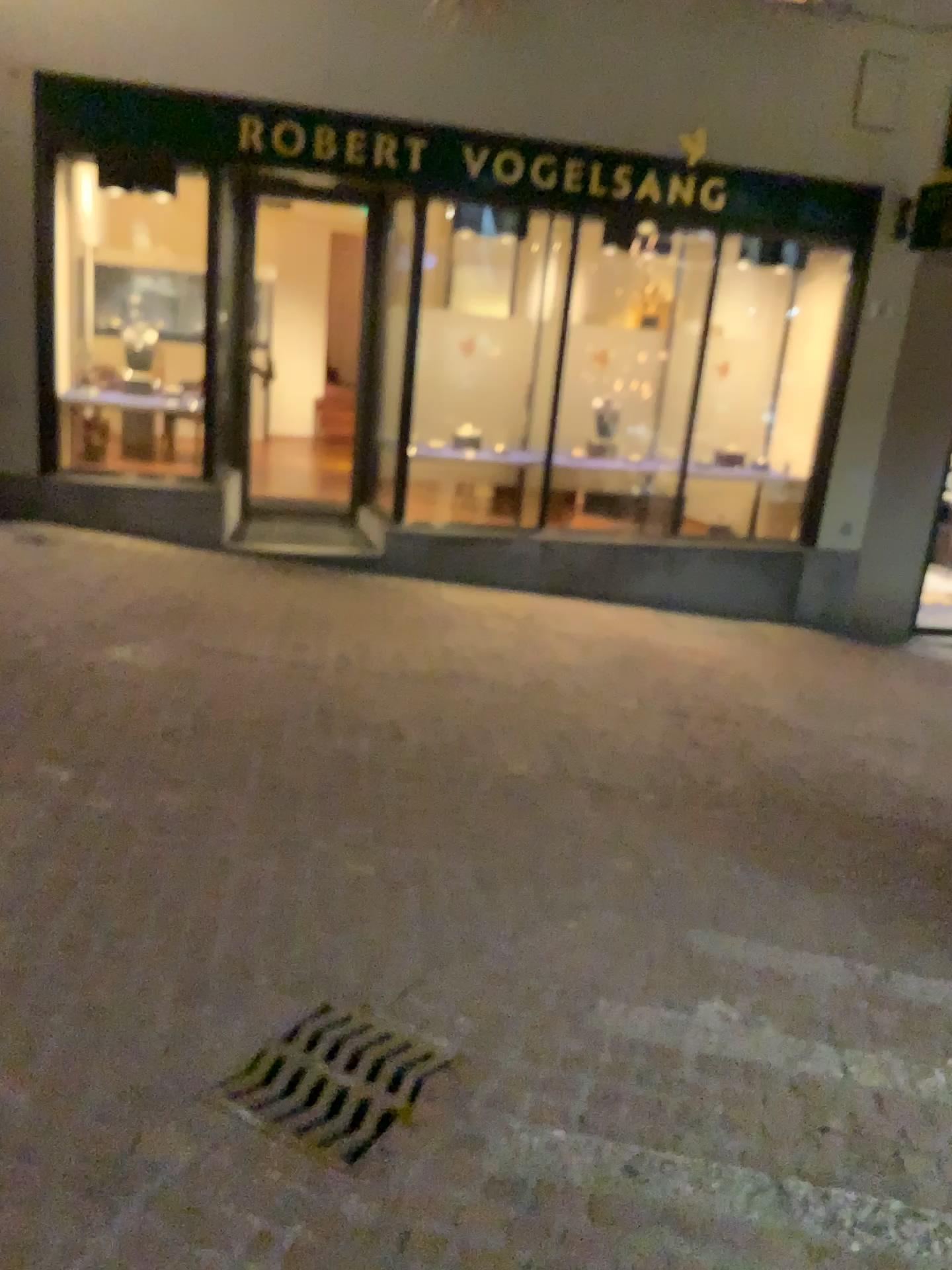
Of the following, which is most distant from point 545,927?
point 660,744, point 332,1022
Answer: point 660,744

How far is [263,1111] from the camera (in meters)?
2.19

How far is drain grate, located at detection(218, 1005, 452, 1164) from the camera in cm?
219
